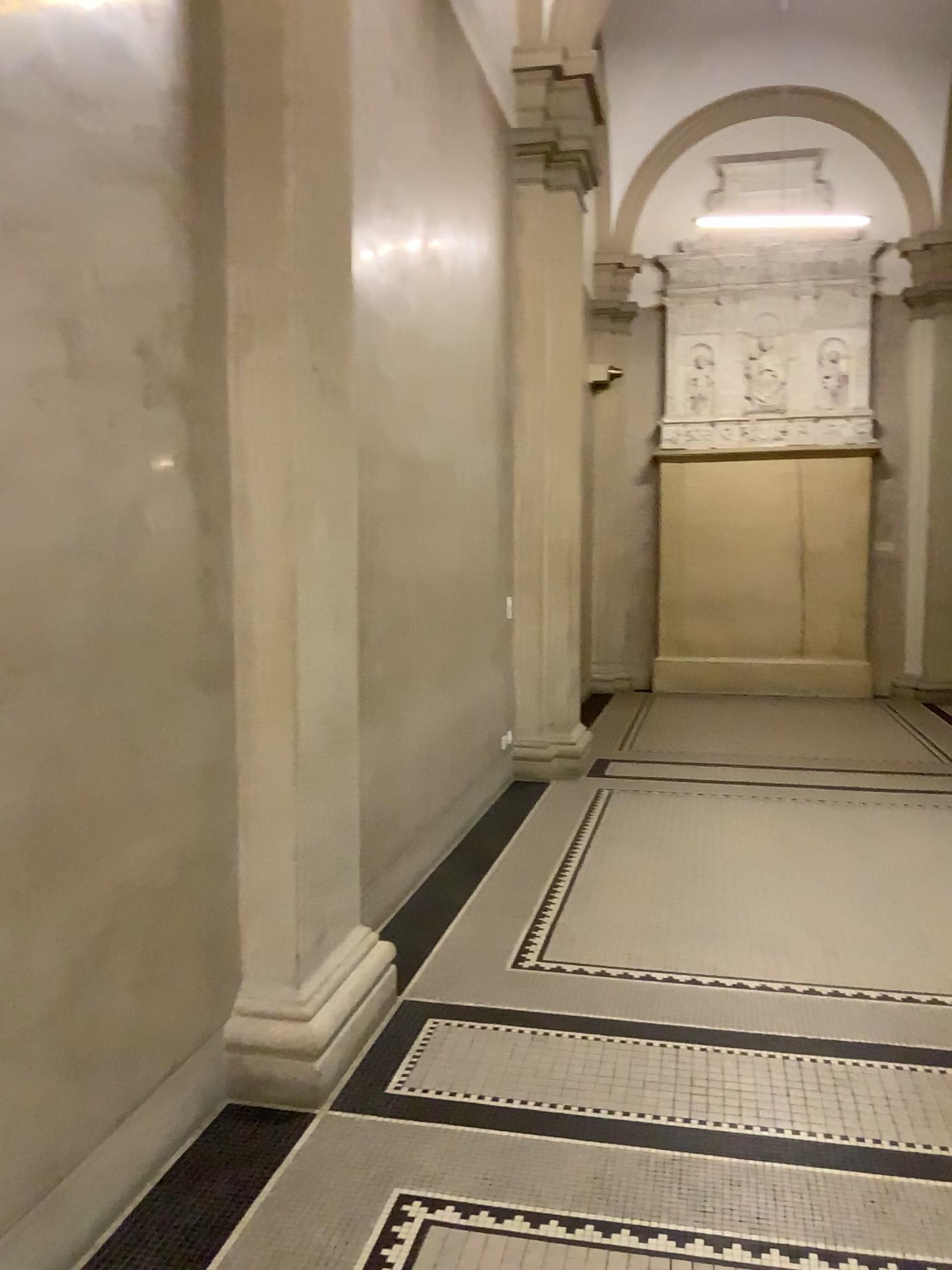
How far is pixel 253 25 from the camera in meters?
2.9

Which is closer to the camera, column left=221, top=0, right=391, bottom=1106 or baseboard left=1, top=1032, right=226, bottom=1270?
baseboard left=1, top=1032, right=226, bottom=1270

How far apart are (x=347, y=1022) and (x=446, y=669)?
2.32m

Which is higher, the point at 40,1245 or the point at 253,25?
the point at 253,25

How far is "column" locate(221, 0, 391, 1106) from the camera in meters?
2.9

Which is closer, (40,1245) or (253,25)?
(40,1245)
